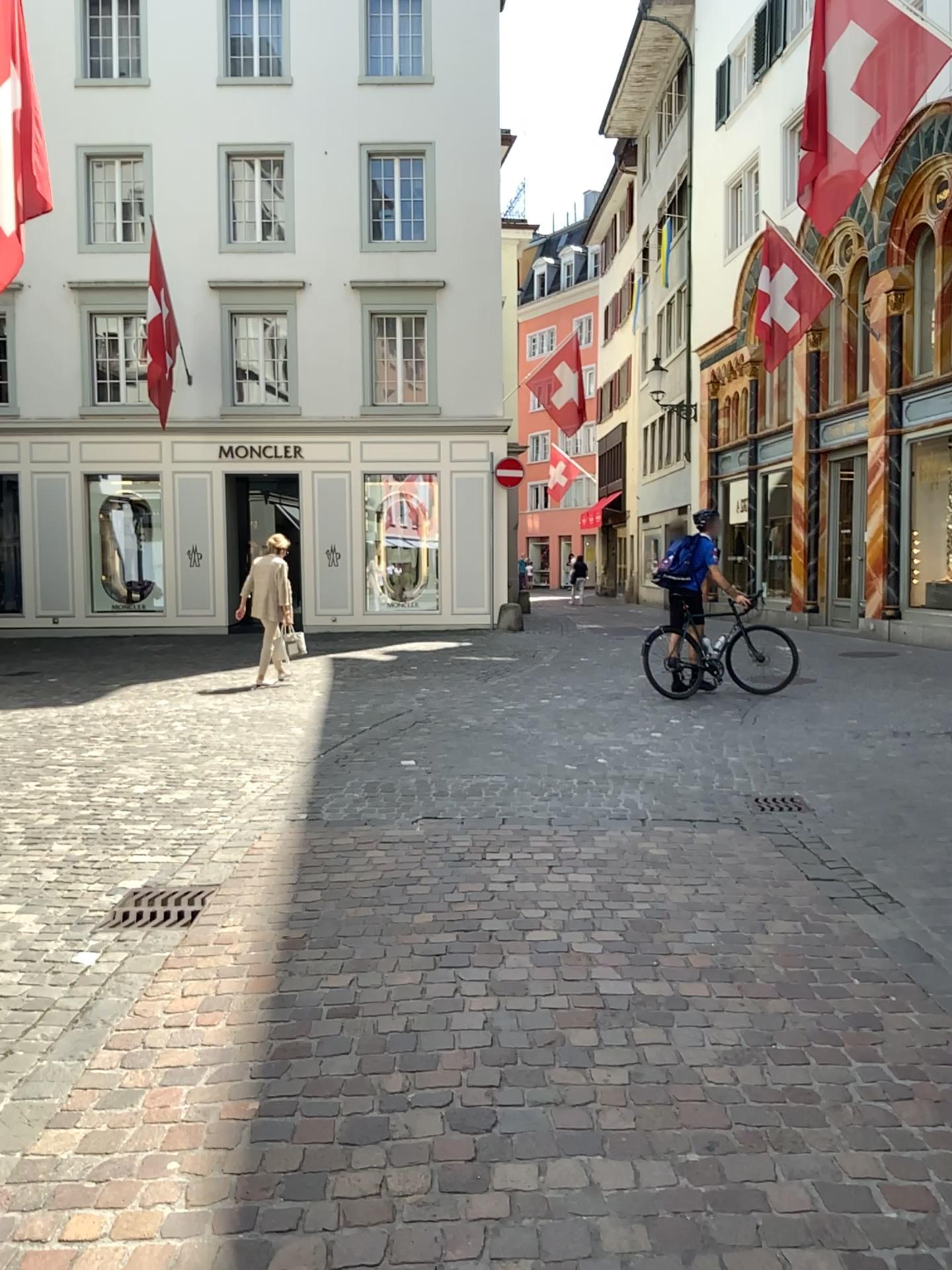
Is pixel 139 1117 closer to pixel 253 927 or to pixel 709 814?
pixel 253 927
